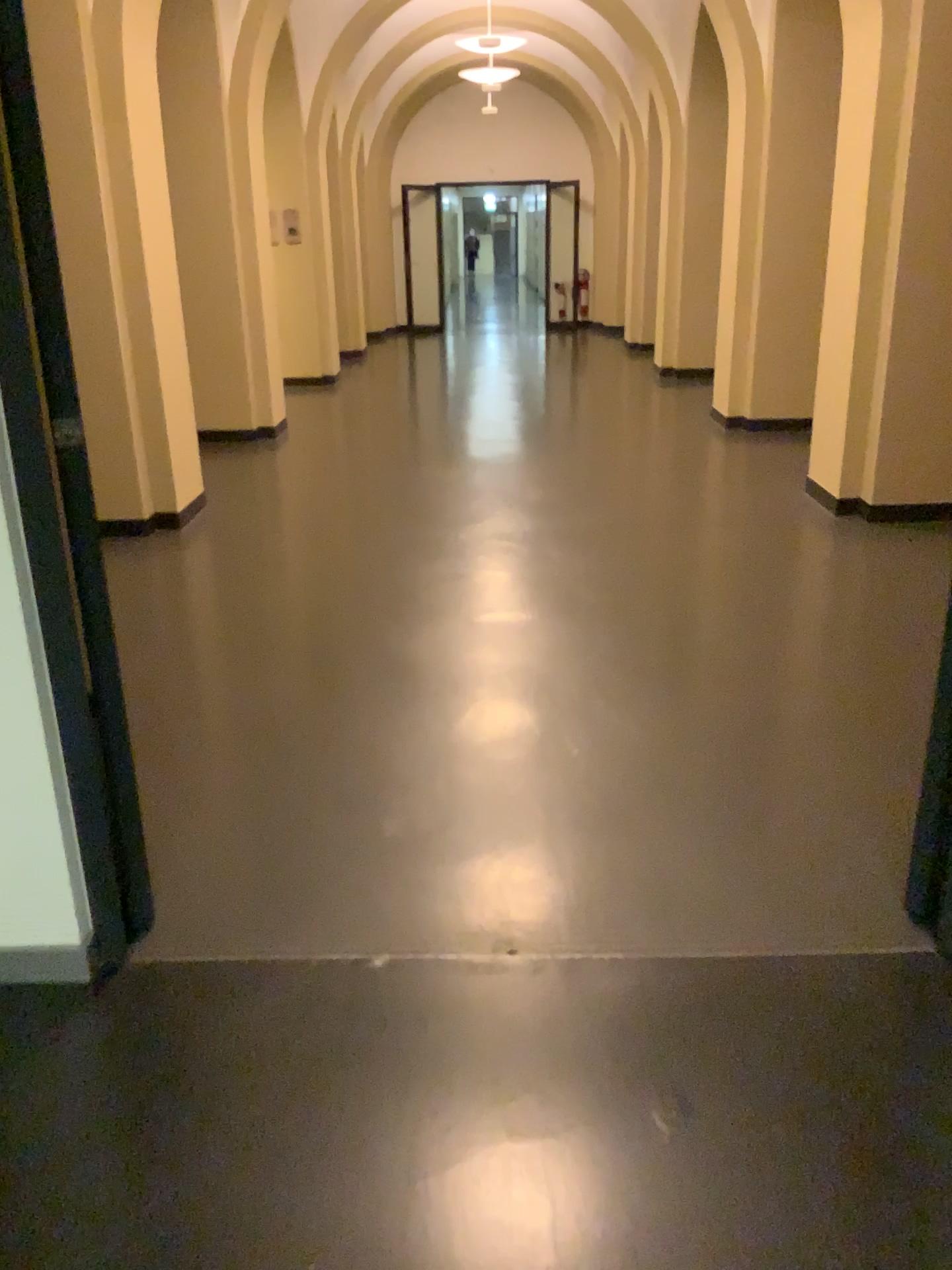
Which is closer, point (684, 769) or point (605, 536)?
point (684, 769)
